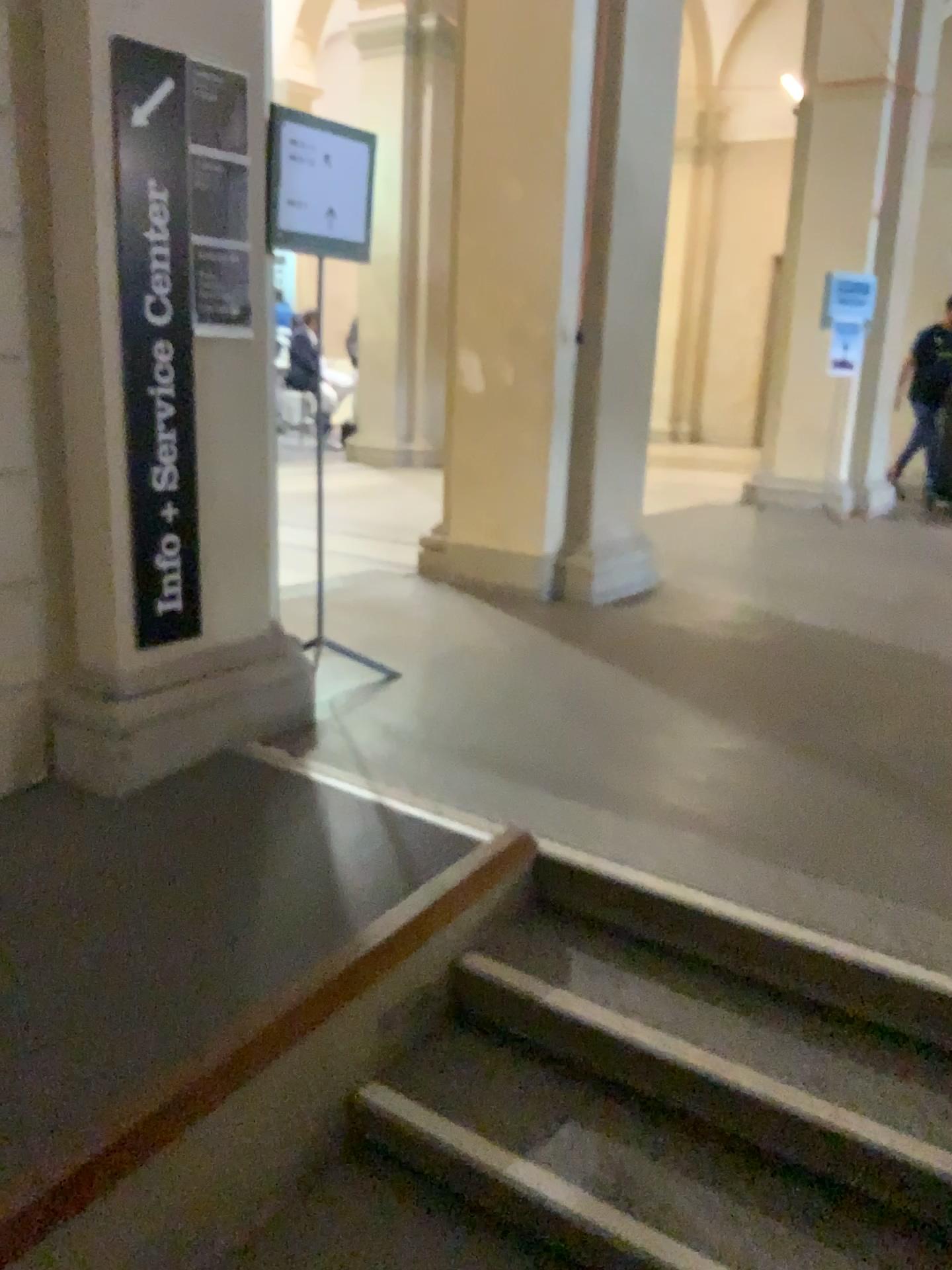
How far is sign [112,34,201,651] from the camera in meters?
2.6 m

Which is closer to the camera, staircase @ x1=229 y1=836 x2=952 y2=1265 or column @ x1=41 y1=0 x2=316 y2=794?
staircase @ x1=229 y1=836 x2=952 y2=1265

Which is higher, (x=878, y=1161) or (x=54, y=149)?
(x=54, y=149)

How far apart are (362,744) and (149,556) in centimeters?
81cm

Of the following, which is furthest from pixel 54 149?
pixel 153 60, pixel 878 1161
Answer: pixel 878 1161

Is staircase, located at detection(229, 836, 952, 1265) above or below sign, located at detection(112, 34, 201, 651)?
below

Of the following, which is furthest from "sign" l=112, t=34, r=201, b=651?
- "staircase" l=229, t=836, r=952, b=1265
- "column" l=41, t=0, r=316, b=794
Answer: "staircase" l=229, t=836, r=952, b=1265

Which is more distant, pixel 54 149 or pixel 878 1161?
pixel 54 149

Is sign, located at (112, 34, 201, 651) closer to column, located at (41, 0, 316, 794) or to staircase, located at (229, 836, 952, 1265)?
column, located at (41, 0, 316, 794)
